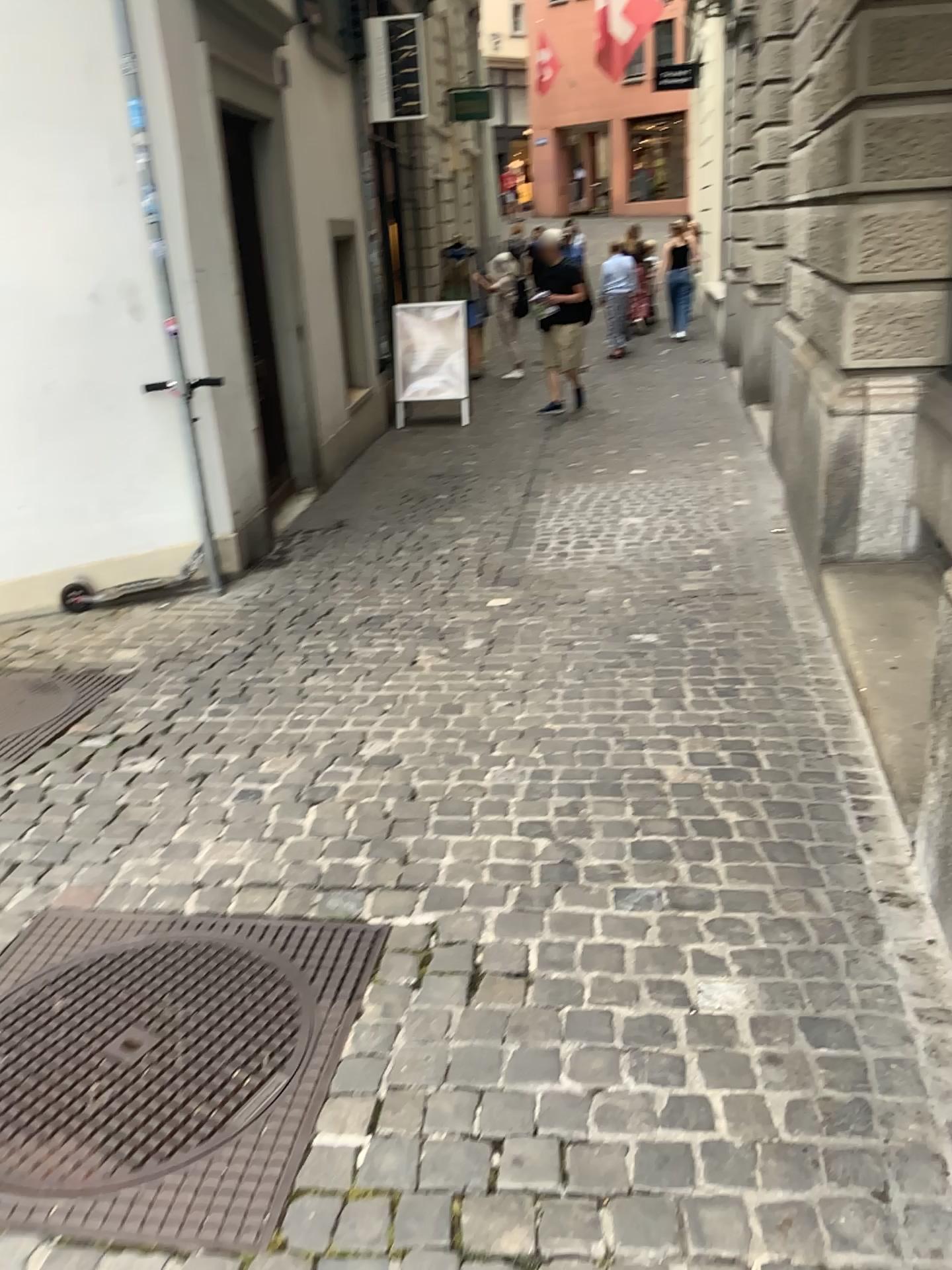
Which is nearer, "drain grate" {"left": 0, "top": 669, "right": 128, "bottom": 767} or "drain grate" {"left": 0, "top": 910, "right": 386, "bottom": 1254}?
"drain grate" {"left": 0, "top": 910, "right": 386, "bottom": 1254}

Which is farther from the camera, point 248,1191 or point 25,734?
point 25,734

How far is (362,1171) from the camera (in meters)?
1.64
